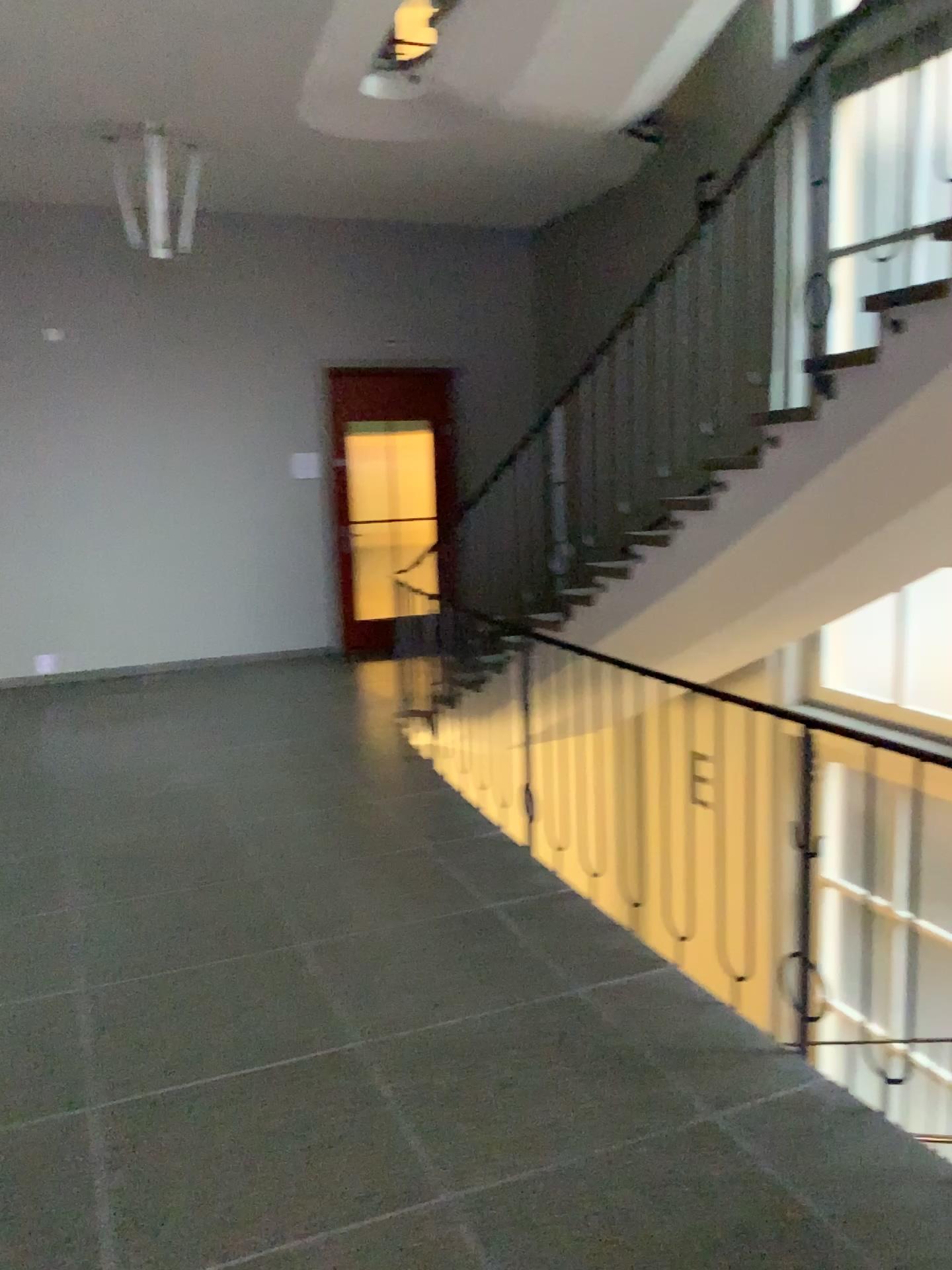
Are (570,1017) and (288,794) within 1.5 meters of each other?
no
